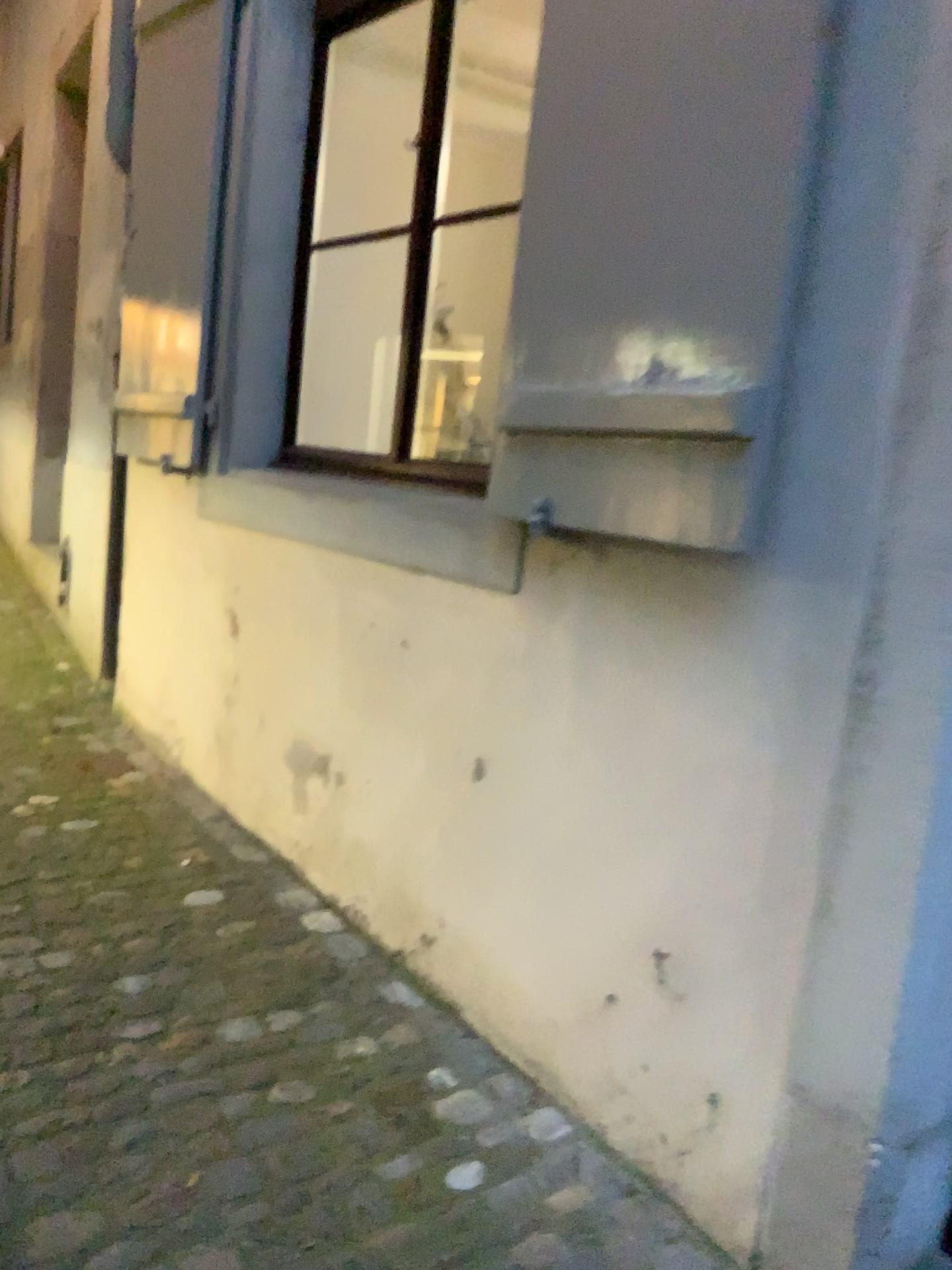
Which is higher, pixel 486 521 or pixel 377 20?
pixel 377 20

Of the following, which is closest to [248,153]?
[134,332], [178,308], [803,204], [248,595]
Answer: [178,308]

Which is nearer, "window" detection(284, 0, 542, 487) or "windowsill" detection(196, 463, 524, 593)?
"windowsill" detection(196, 463, 524, 593)

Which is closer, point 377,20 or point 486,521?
point 486,521
